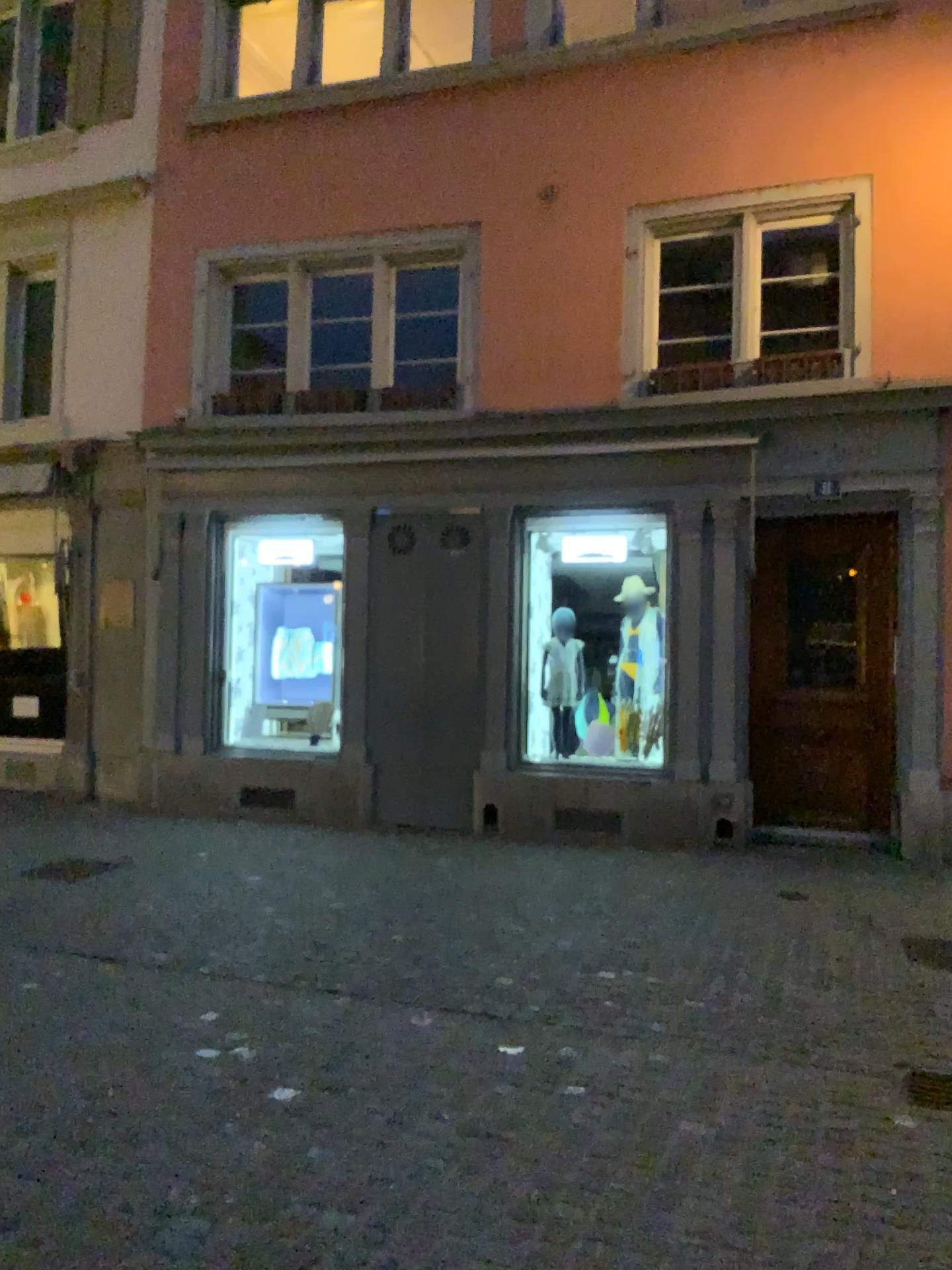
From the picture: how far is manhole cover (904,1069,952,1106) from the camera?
3.5m

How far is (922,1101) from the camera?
3.5m

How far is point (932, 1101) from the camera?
3.5 meters

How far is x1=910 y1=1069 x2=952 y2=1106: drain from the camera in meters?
3.5

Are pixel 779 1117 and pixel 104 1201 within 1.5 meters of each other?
no
